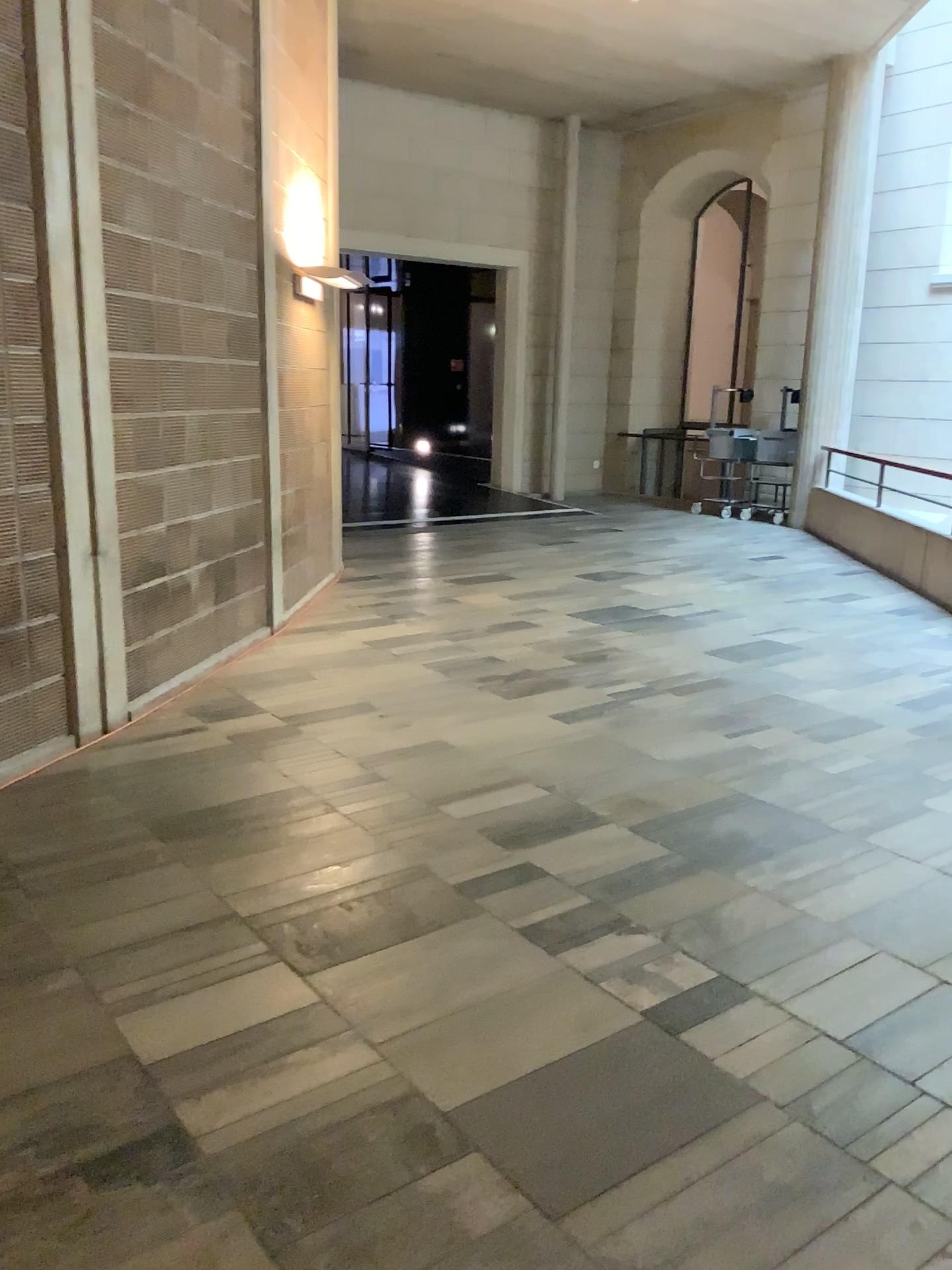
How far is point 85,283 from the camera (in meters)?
4.10
